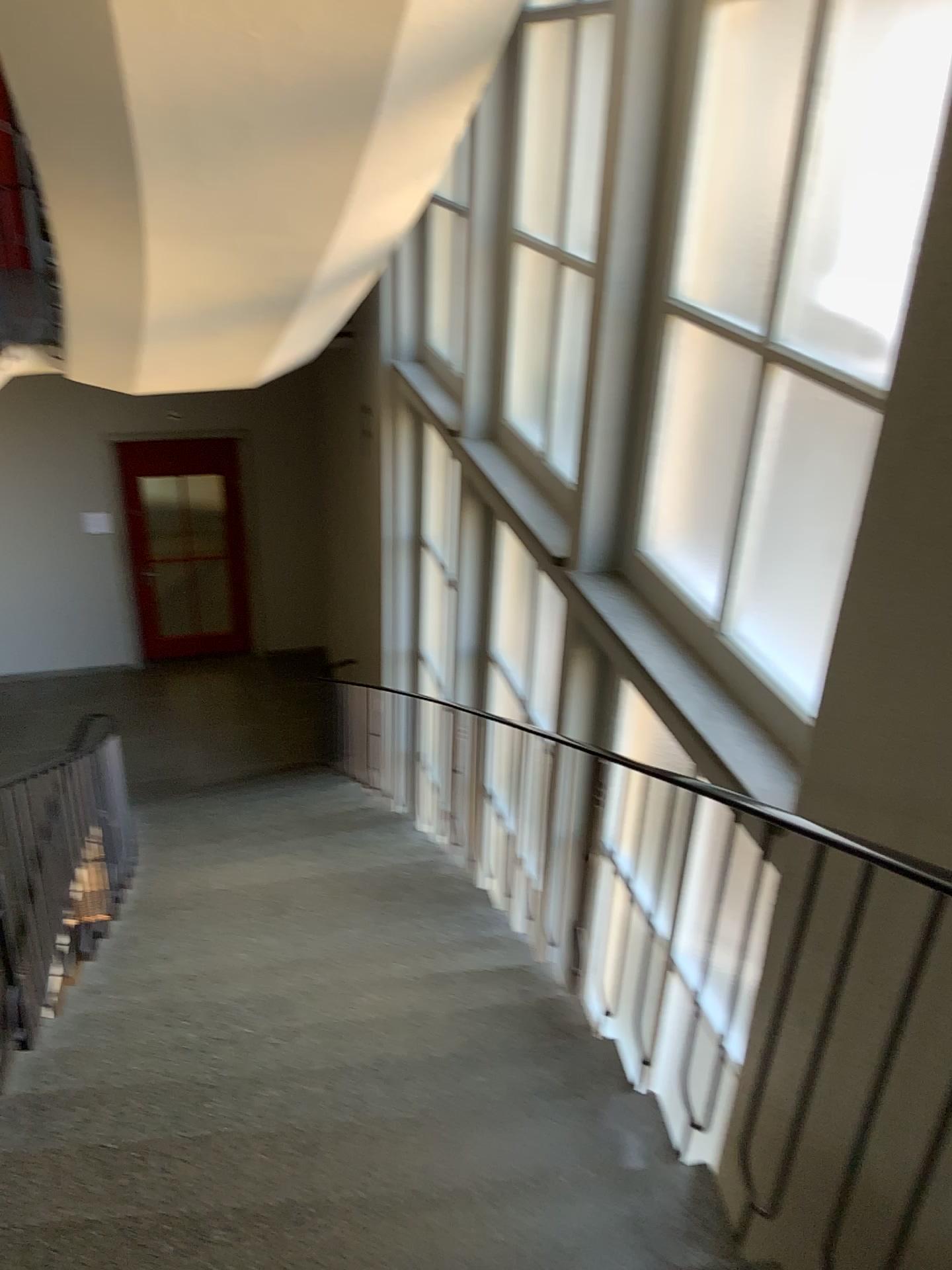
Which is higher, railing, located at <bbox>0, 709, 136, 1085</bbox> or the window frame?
the window frame

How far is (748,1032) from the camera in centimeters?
254cm

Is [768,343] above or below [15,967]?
above
